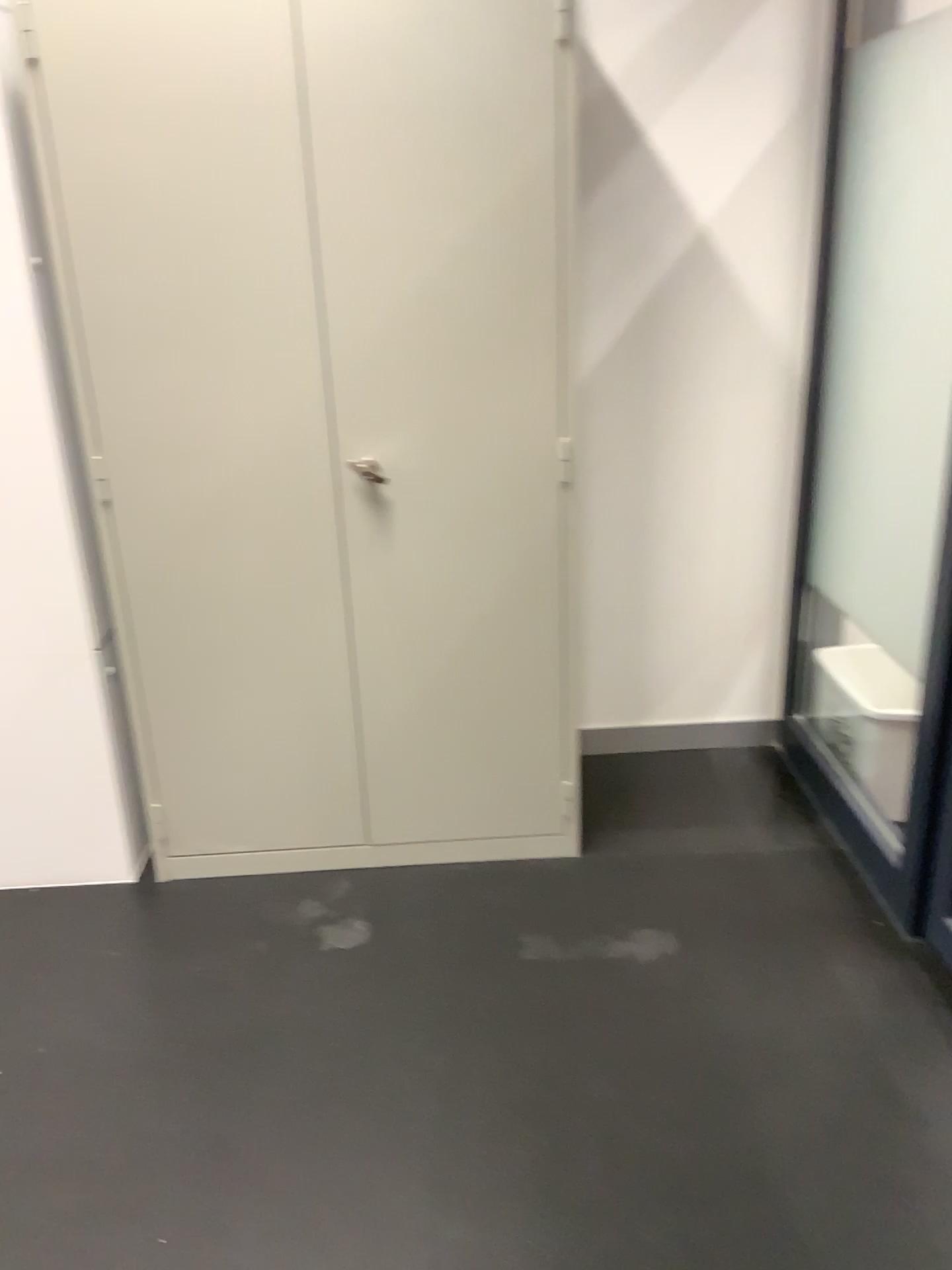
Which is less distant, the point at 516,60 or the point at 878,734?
the point at 516,60

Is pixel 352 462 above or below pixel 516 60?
below

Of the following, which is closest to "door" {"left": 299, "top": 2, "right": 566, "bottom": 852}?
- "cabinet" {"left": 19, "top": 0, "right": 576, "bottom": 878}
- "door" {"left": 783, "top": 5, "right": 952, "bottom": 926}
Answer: "cabinet" {"left": 19, "top": 0, "right": 576, "bottom": 878}

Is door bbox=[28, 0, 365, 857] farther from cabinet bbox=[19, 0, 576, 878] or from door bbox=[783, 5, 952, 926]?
door bbox=[783, 5, 952, 926]

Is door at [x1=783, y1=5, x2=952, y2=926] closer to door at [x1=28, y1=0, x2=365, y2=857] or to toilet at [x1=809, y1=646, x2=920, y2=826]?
toilet at [x1=809, y1=646, x2=920, y2=826]

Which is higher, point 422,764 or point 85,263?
point 85,263

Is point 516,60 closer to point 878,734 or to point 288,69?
point 288,69

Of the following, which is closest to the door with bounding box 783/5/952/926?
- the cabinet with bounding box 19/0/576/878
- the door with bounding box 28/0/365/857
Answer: the cabinet with bounding box 19/0/576/878

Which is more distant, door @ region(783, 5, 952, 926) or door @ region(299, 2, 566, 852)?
door @ region(783, 5, 952, 926)

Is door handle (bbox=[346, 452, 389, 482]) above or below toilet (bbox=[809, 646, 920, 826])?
above
